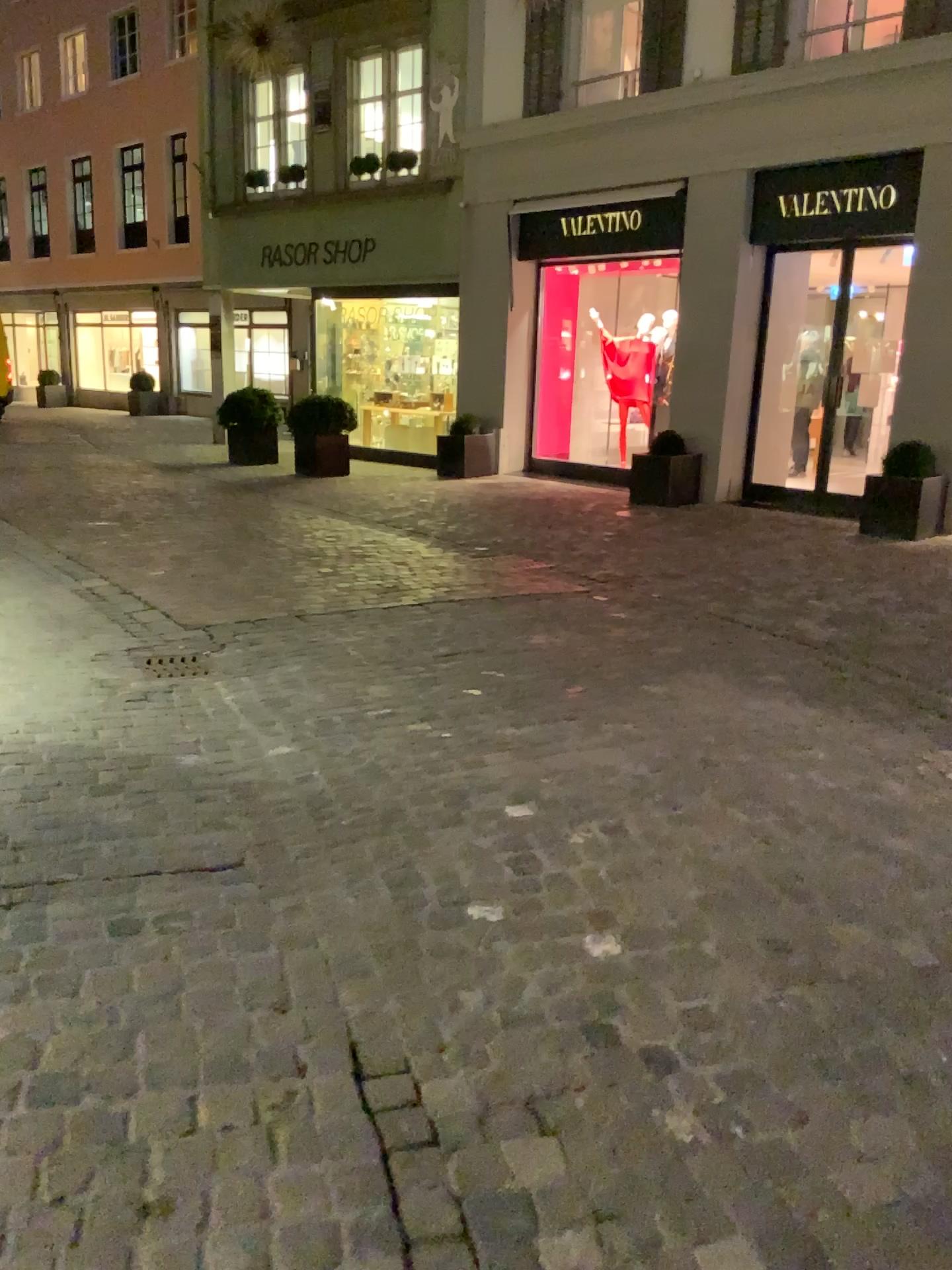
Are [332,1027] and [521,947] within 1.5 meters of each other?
yes
